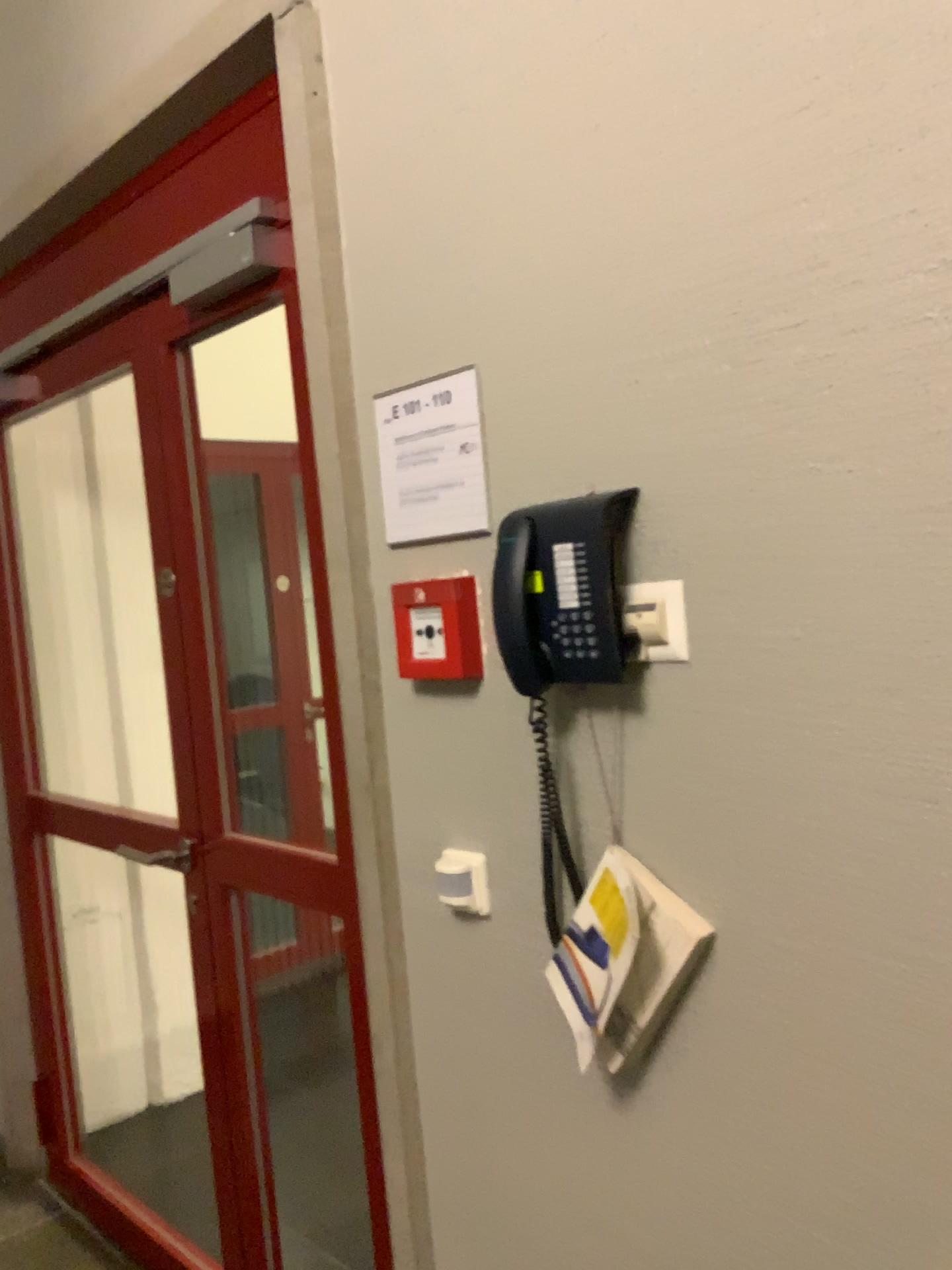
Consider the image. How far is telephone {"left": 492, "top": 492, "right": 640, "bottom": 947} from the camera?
1.2m

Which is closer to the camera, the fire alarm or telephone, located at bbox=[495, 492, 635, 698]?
telephone, located at bbox=[495, 492, 635, 698]

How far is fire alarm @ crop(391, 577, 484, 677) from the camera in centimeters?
140cm

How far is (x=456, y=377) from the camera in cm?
138

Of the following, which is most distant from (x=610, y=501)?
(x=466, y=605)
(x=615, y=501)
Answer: (x=466, y=605)

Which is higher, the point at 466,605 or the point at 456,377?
the point at 456,377

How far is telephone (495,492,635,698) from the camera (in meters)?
1.15

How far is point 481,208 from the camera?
1.32m

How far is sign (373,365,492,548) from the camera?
1.38m
